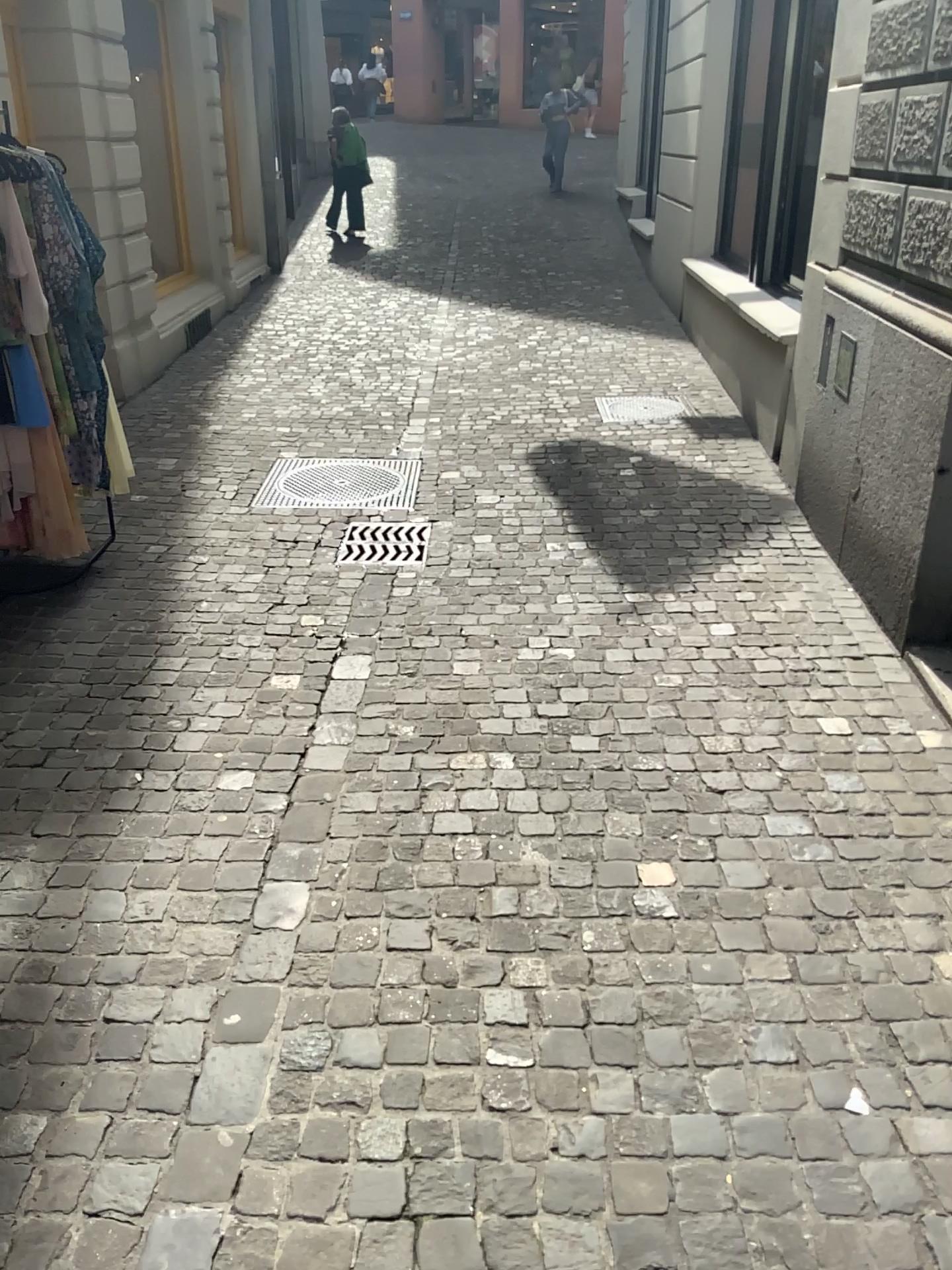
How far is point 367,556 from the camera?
4.4m

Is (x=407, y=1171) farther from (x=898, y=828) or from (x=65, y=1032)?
(x=898, y=828)

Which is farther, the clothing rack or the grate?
the grate

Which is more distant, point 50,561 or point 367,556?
point 367,556

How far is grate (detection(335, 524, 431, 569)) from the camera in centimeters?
444cm
